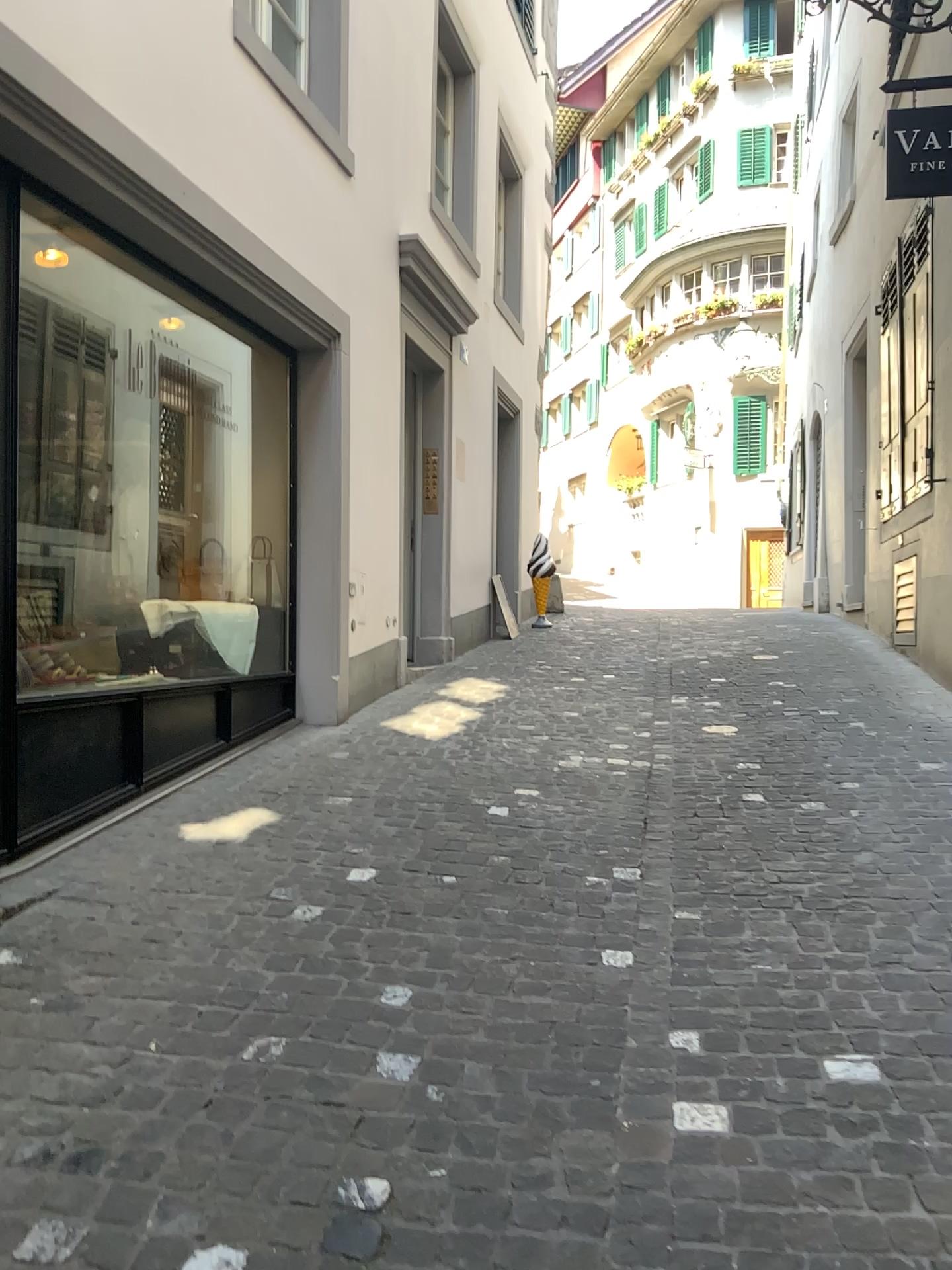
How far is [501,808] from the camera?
4.3 meters
